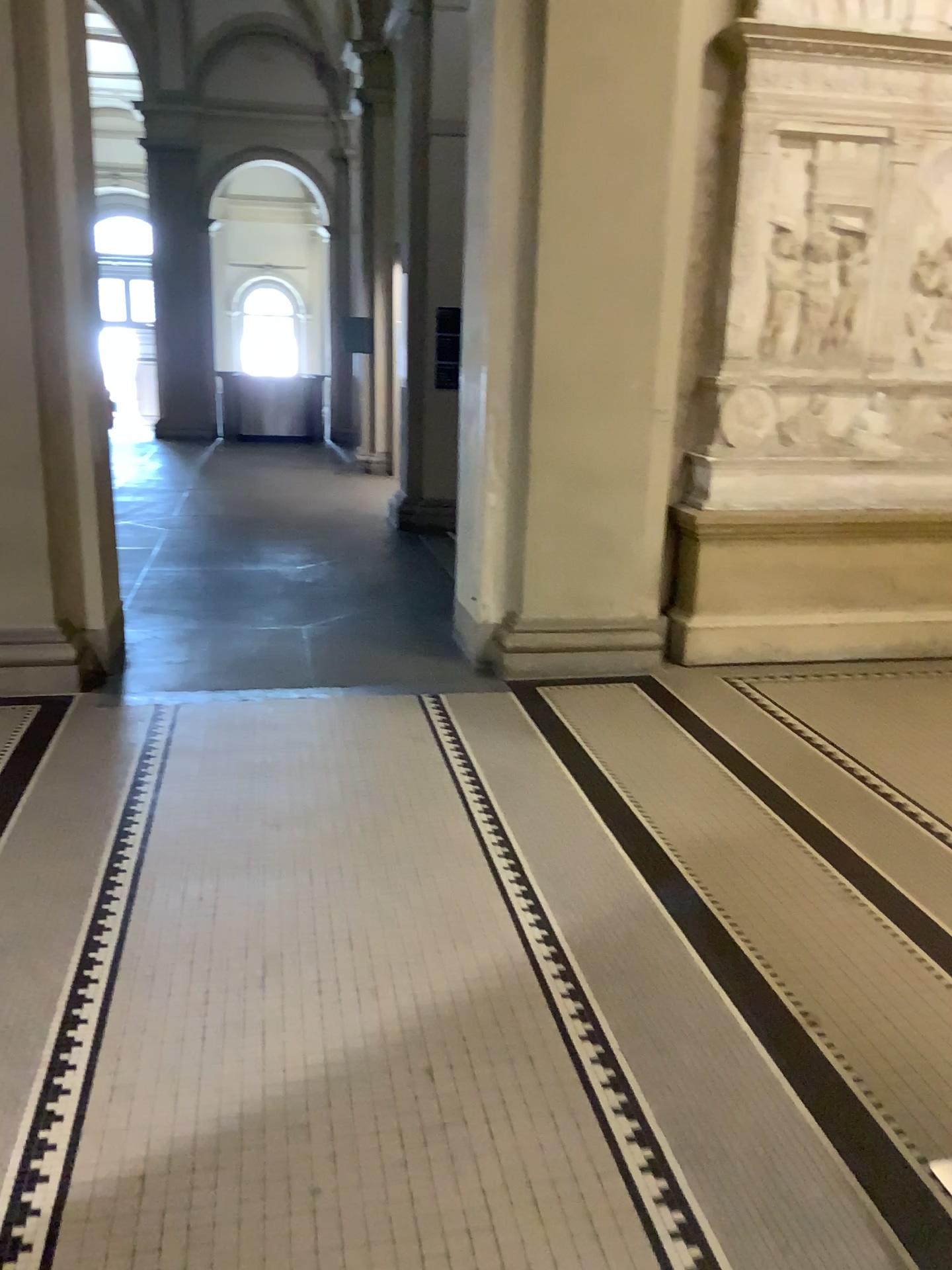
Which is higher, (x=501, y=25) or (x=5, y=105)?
(x=501, y=25)

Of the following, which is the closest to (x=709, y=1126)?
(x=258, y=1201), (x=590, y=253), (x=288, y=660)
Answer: (x=258, y=1201)
